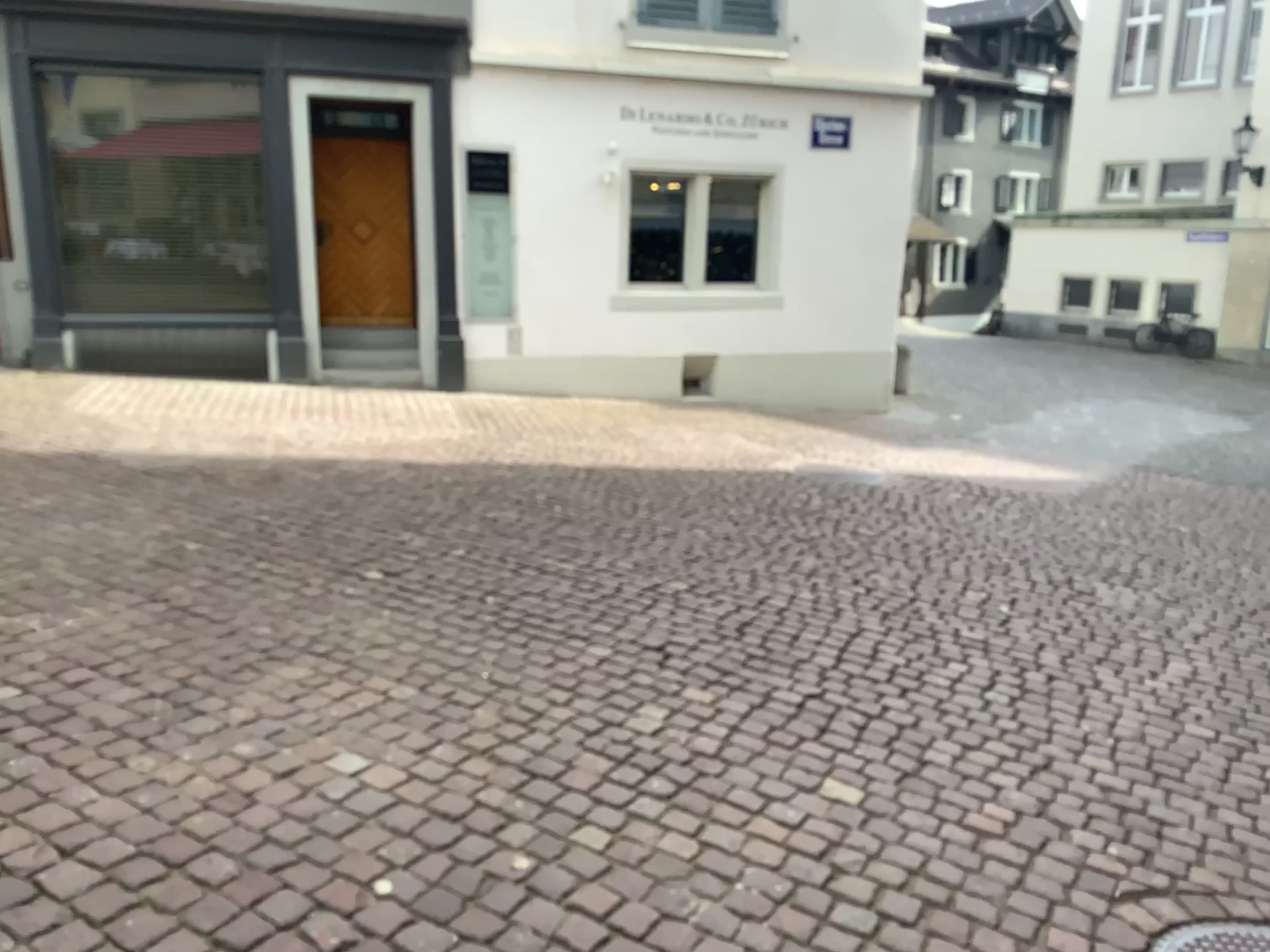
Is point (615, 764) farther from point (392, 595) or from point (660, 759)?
point (392, 595)
